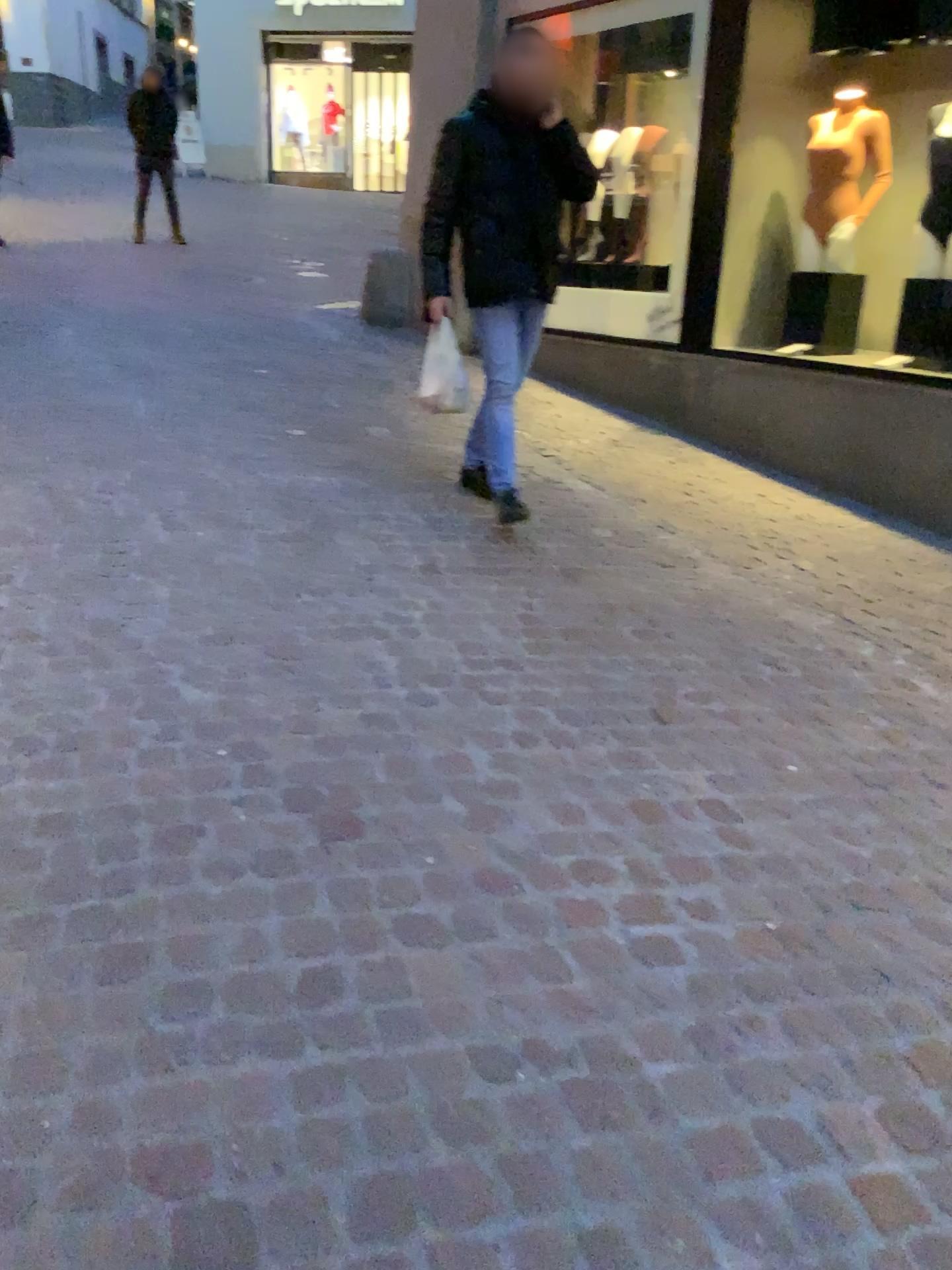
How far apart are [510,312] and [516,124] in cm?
66

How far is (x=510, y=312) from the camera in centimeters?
392cm

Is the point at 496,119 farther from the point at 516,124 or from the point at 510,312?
the point at 510,312

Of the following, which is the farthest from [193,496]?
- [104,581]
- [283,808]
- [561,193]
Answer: [283,808]

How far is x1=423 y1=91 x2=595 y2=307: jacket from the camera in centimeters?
380cm

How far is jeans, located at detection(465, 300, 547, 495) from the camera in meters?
3.9 m
